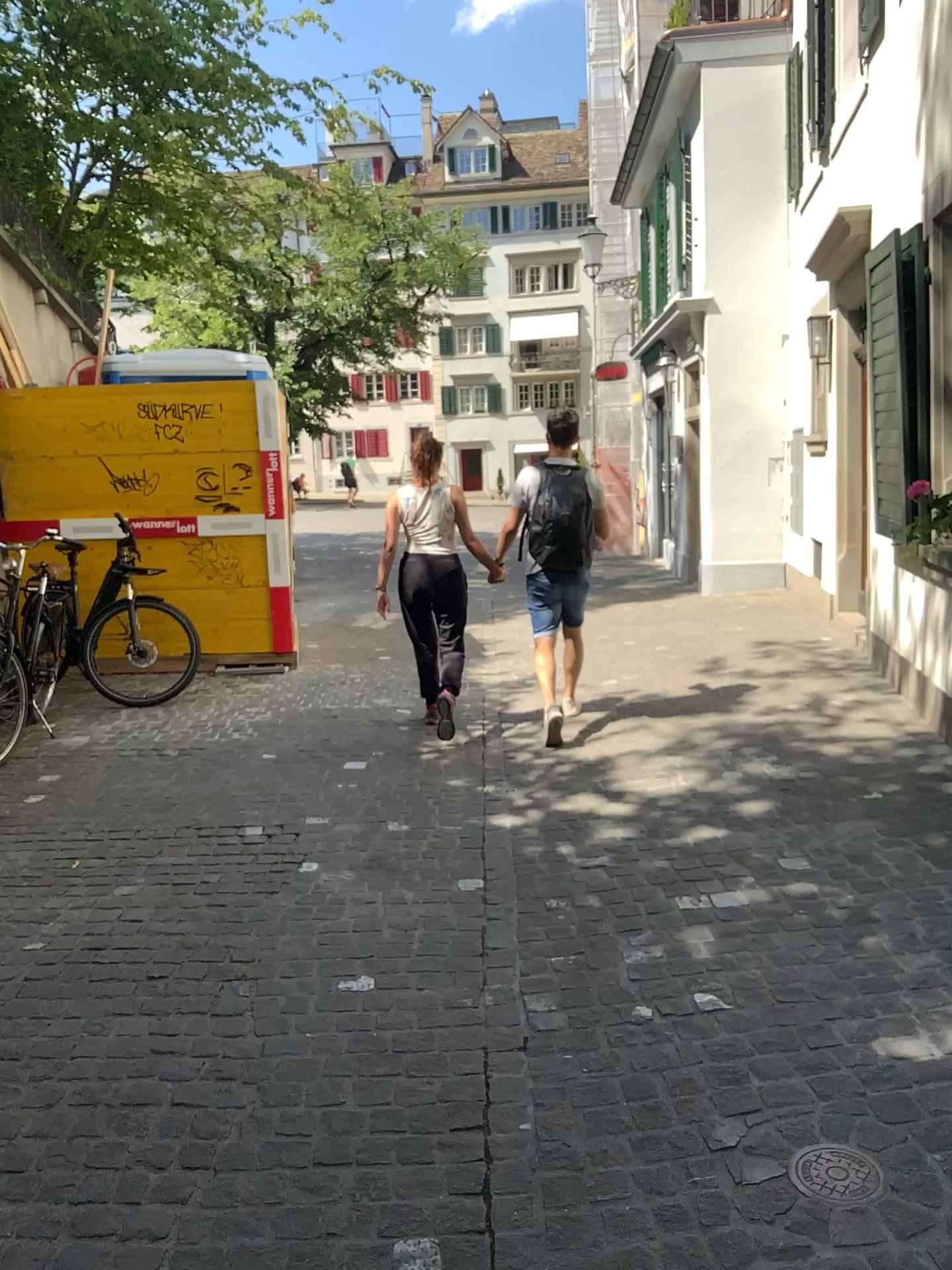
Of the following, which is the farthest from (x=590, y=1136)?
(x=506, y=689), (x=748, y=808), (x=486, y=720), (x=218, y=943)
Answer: (x=506, y=689)

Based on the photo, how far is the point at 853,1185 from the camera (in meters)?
2.09

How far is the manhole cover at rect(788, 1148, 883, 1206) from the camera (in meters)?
2.09
